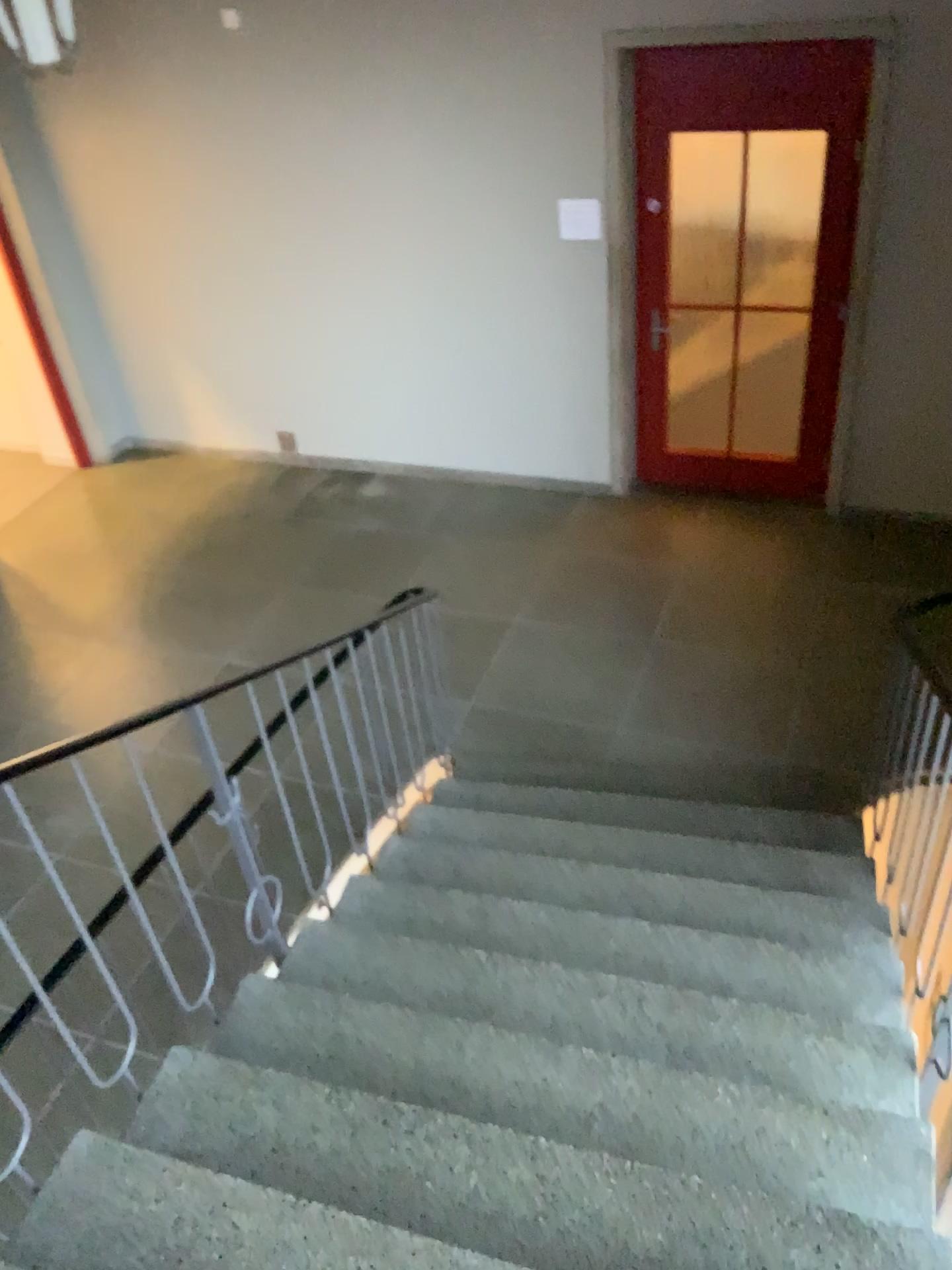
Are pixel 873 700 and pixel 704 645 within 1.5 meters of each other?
yes
